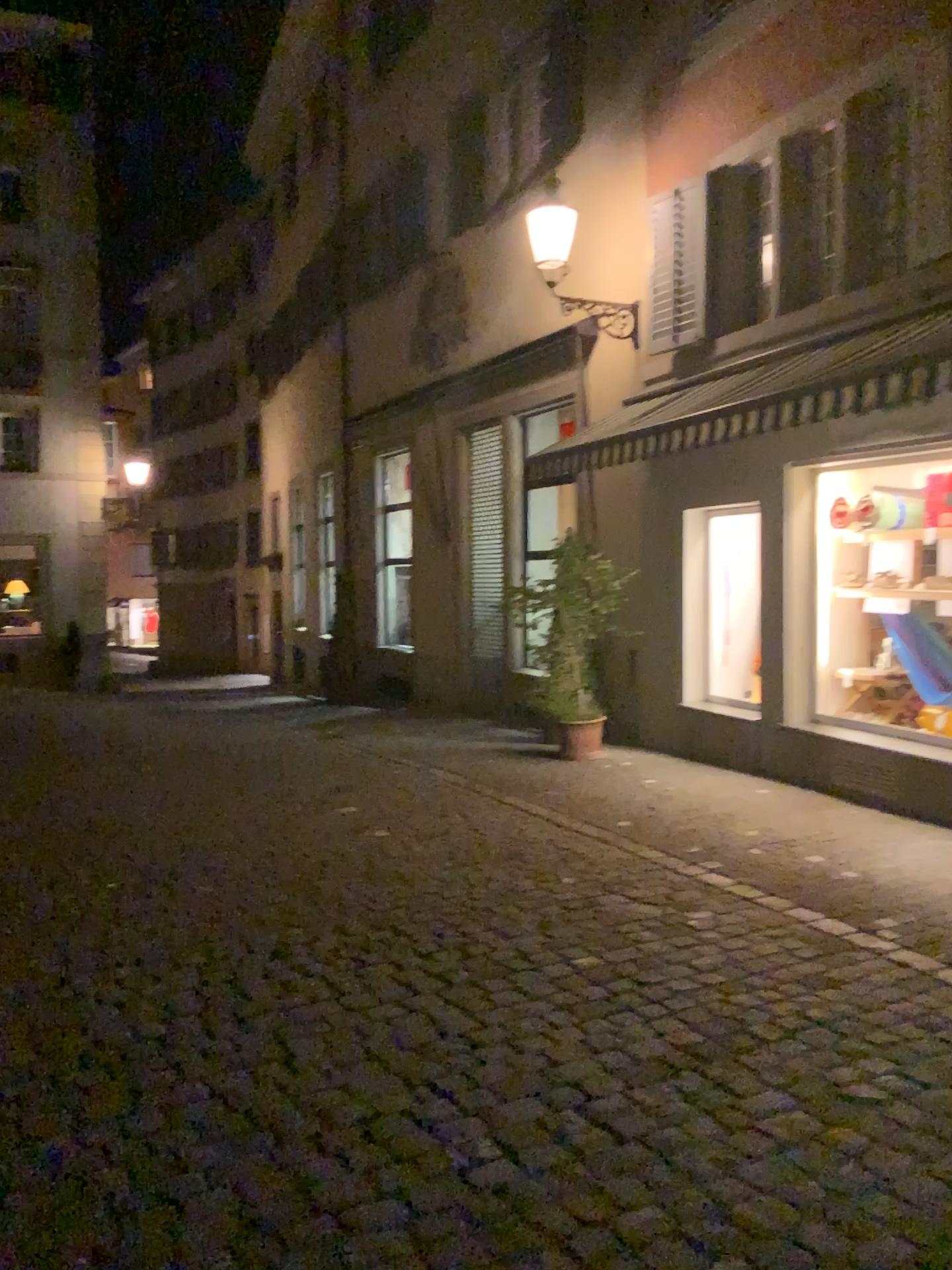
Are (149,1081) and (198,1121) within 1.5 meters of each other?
yes
